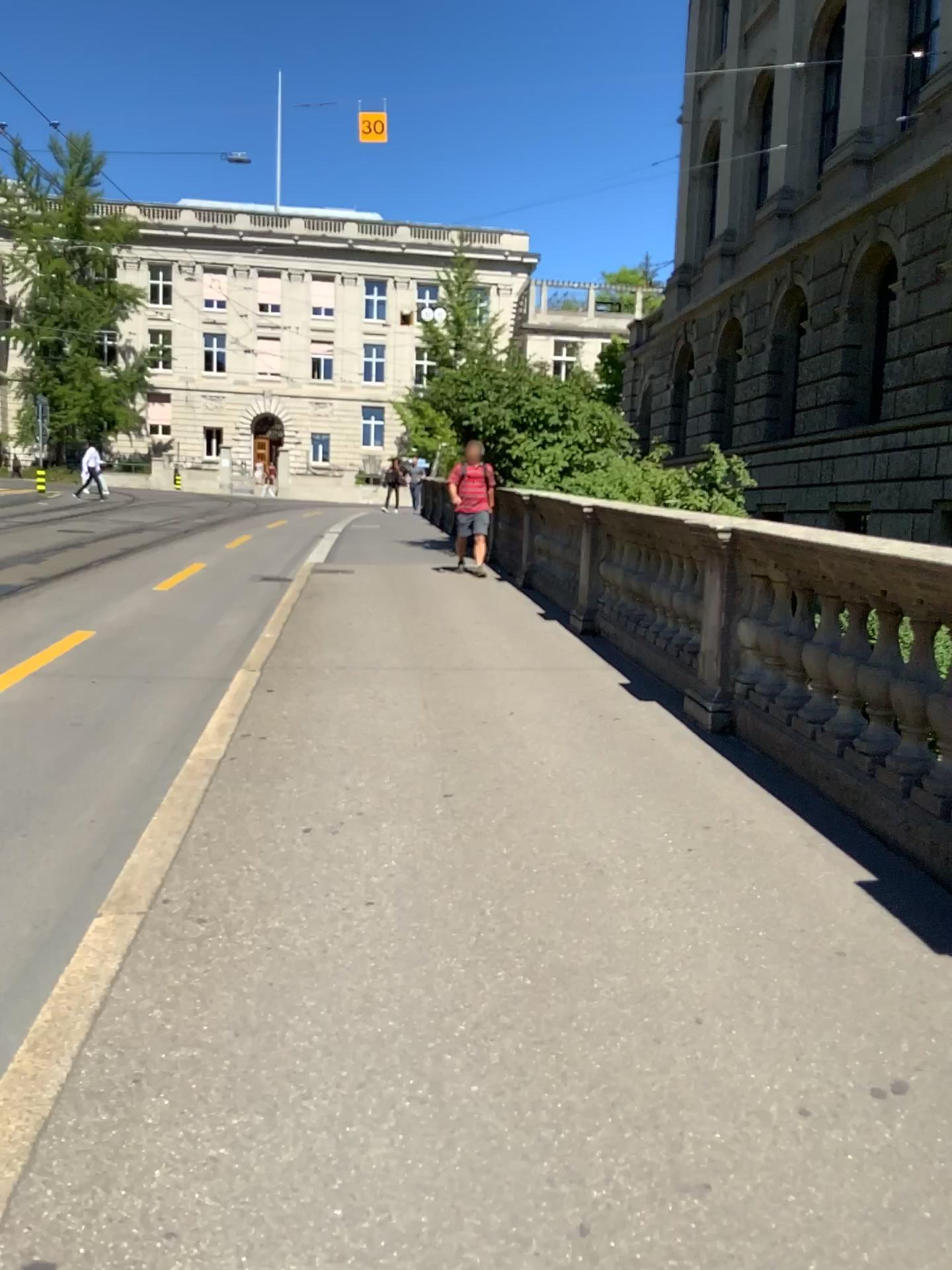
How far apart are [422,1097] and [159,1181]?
0.56m
